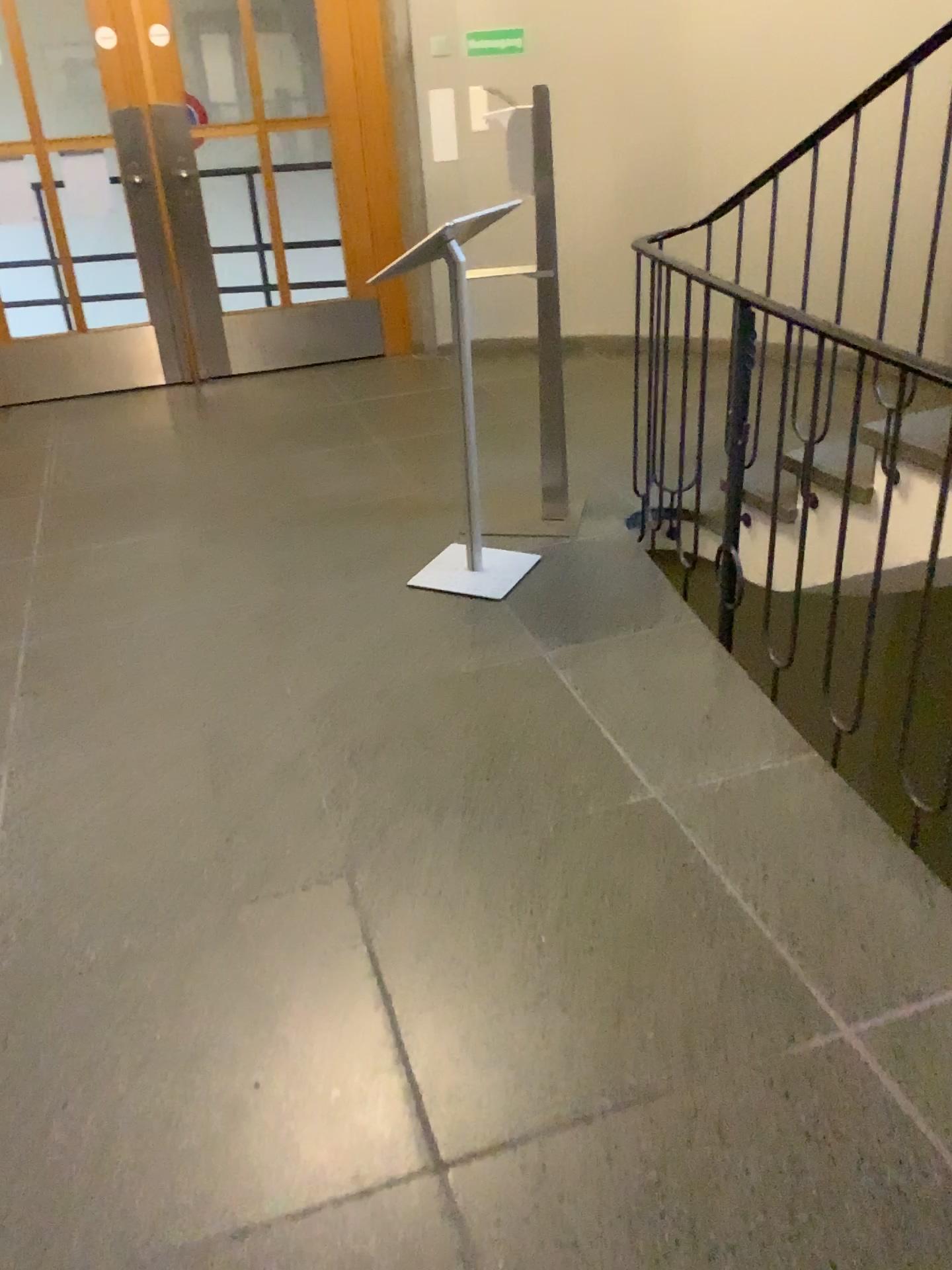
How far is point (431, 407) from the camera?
4.9m
